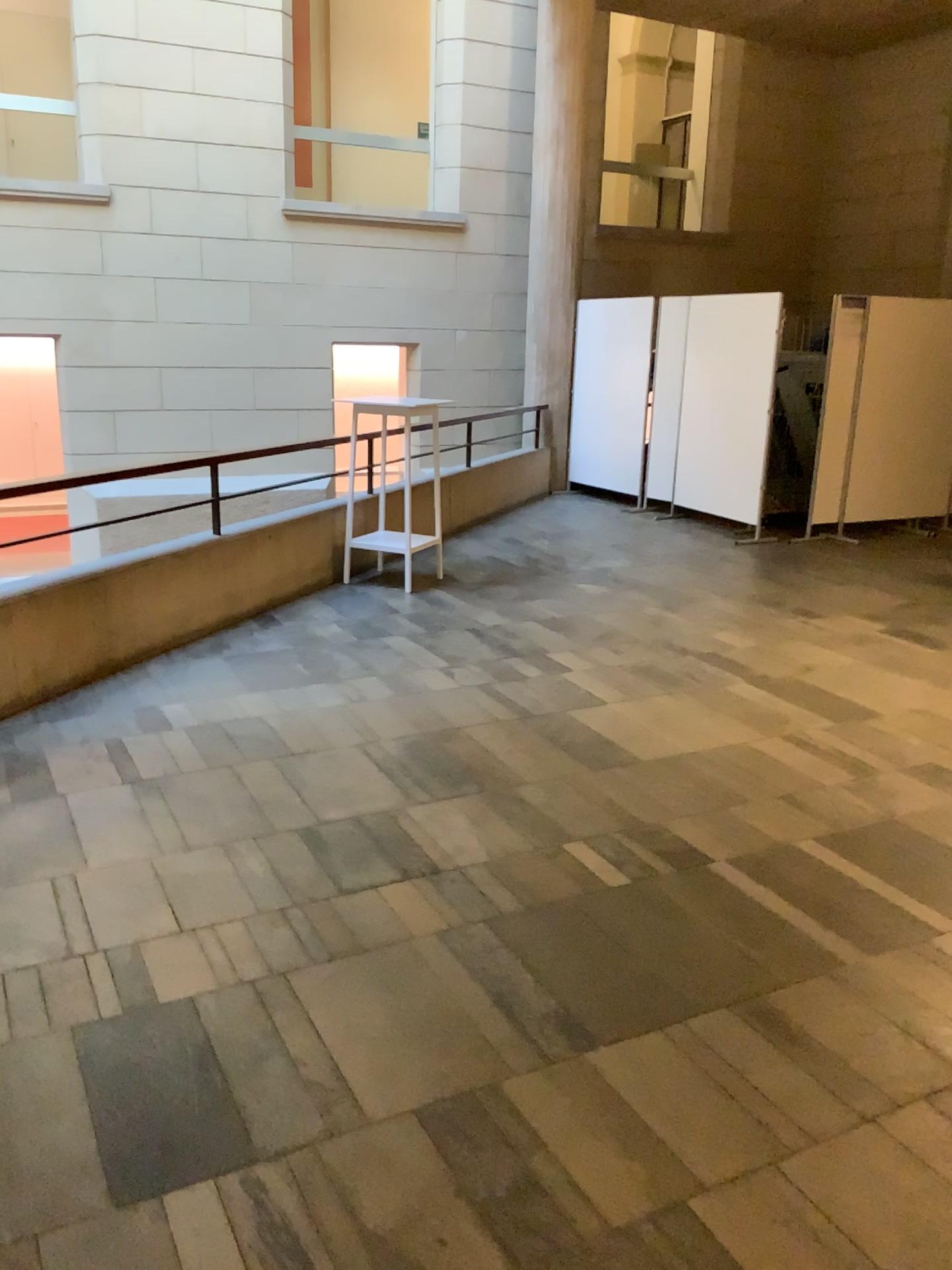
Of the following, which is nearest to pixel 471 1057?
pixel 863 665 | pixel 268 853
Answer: pixel 268 853
